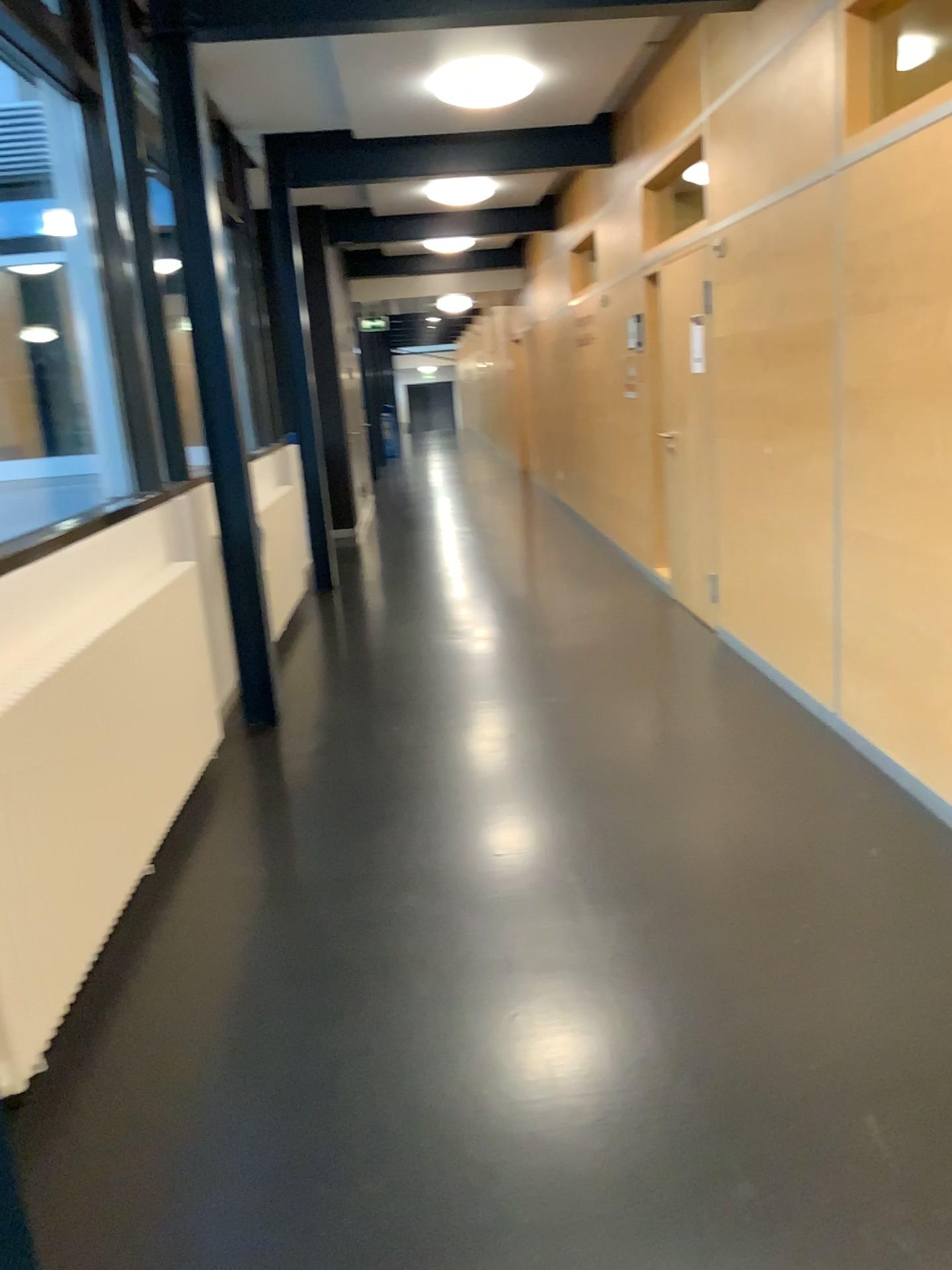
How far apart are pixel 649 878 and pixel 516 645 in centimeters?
258cm
